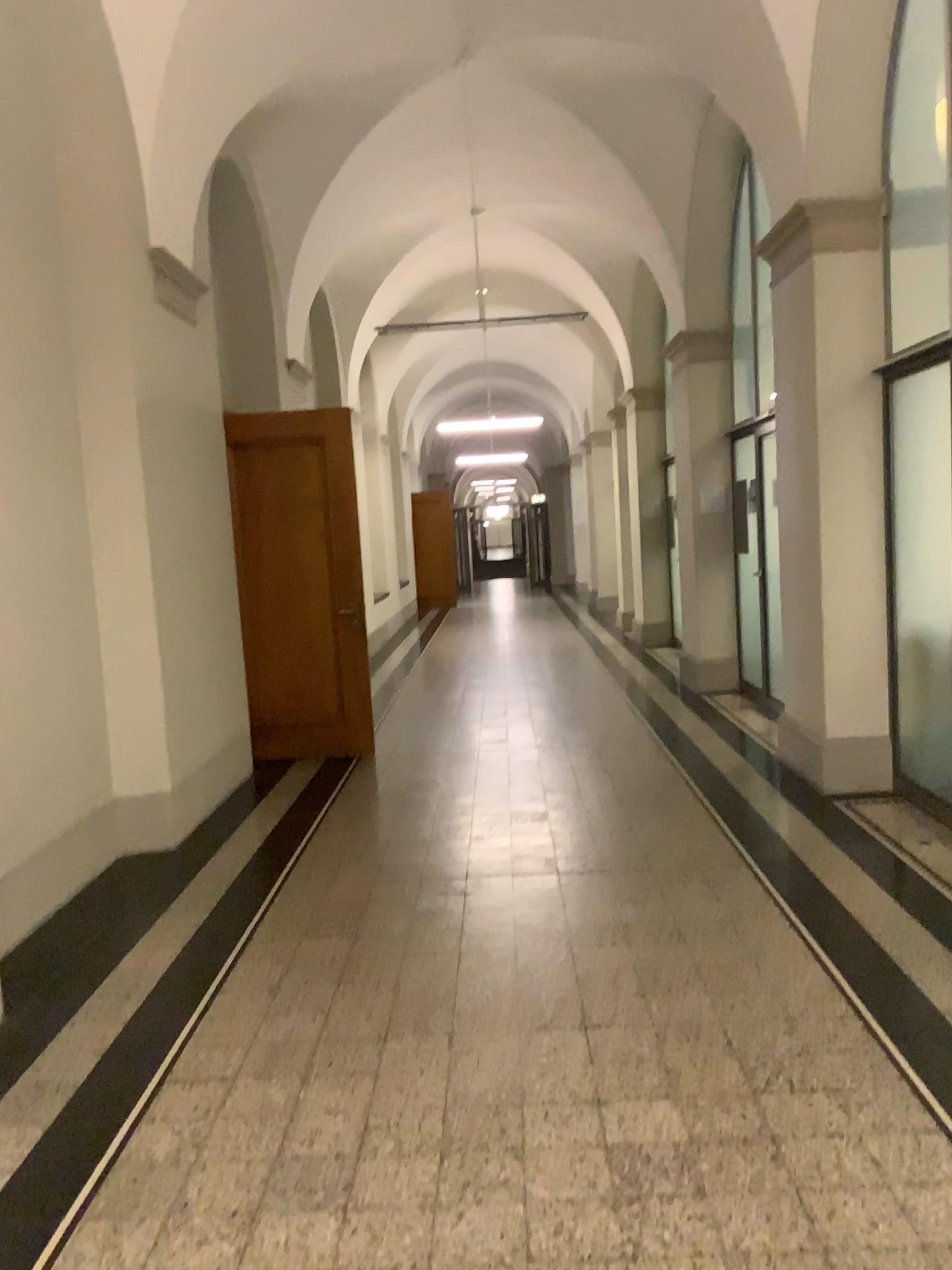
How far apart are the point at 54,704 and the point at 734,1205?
3.43m
